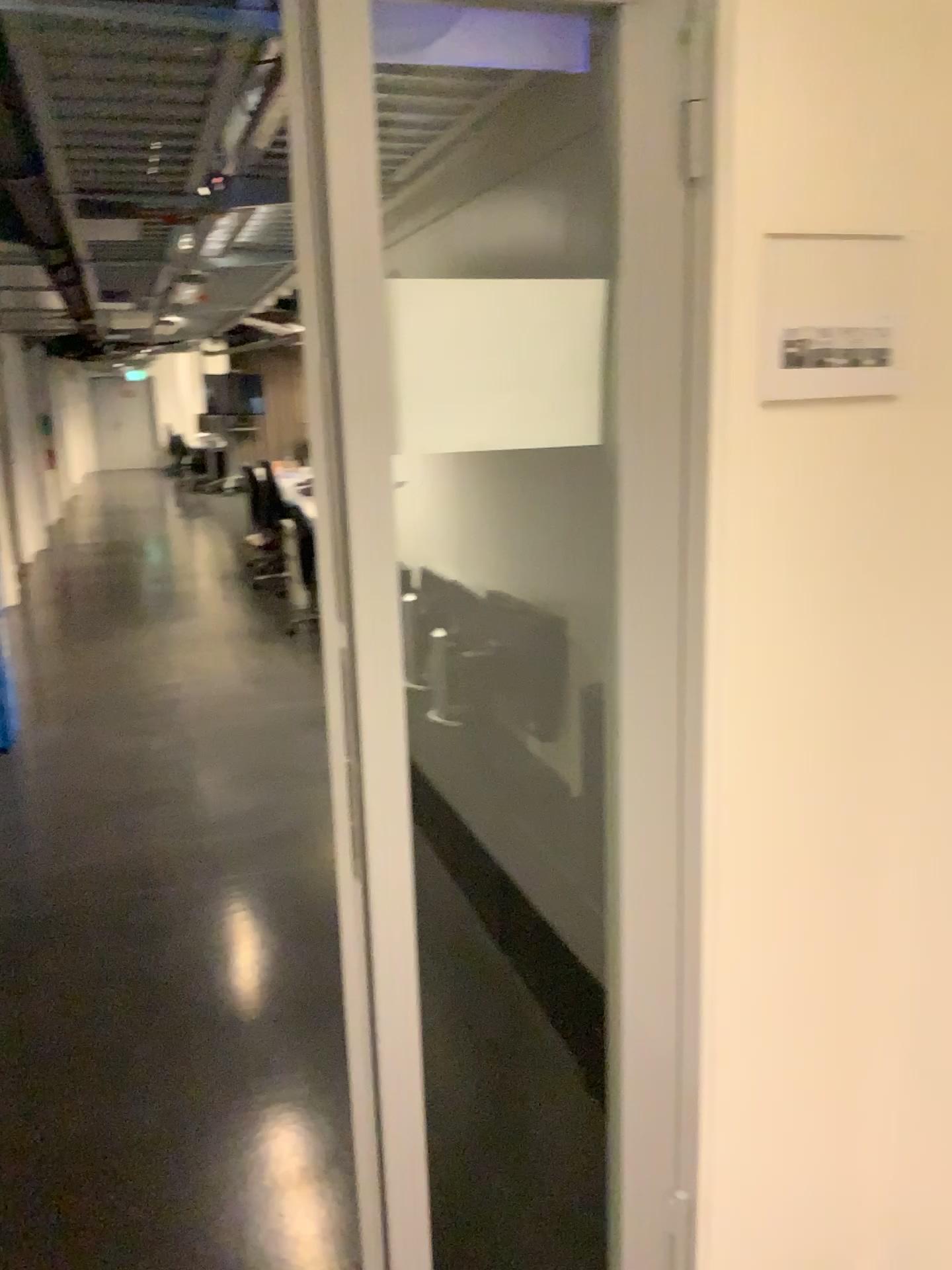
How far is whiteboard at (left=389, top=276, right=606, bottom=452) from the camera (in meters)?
1.35

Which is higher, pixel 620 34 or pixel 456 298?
pixel 620 34

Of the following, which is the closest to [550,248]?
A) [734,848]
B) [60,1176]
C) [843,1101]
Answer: [734,848]

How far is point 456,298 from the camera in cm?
135
